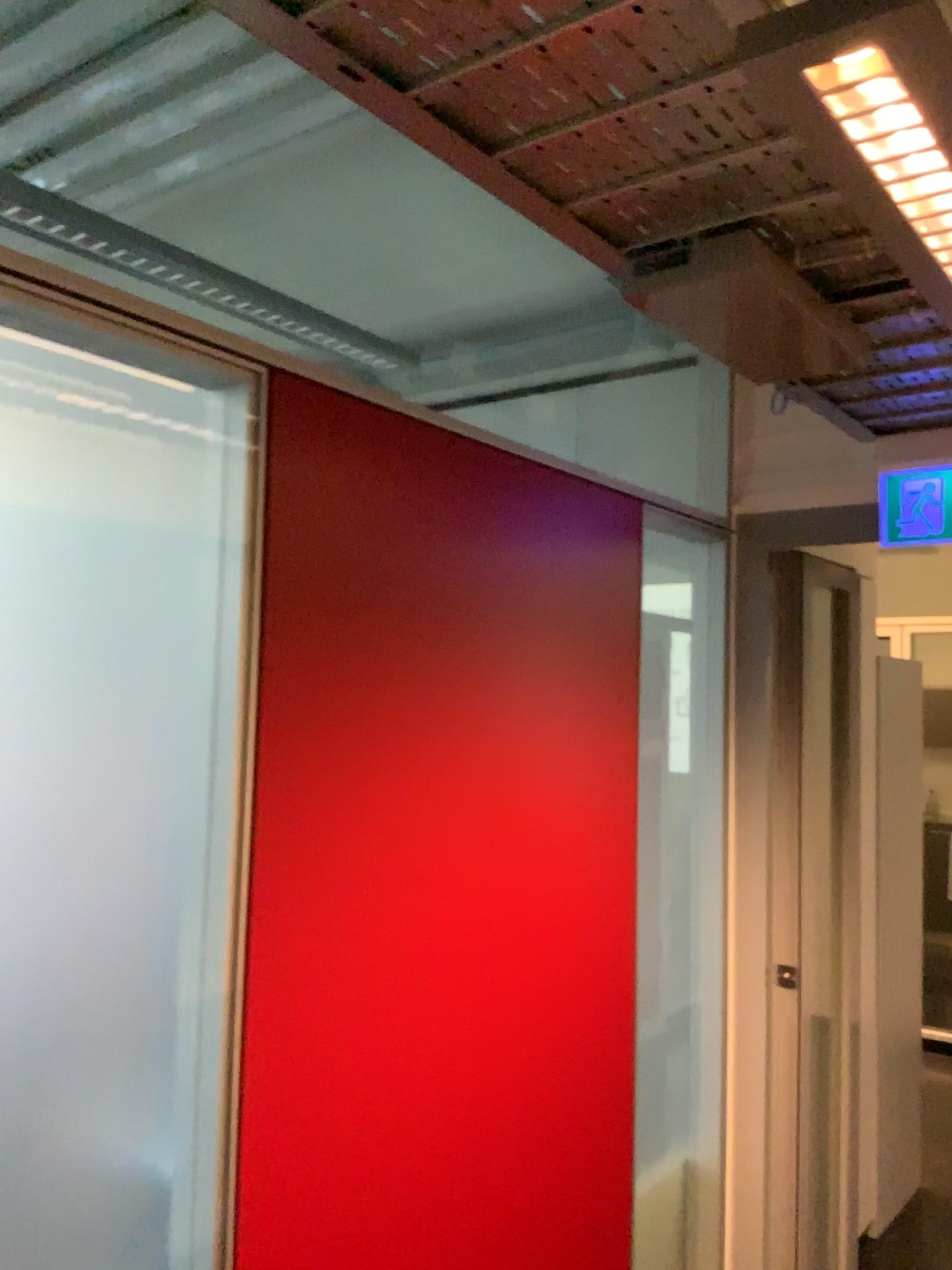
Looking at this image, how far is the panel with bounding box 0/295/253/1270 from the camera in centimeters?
122cm

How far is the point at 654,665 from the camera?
2.4 meters

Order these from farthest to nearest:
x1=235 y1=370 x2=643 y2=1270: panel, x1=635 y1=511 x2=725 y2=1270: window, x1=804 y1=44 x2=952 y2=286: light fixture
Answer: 1. x1=635 y1=511 x2=725 y2=1270: window
2. x1=235 y1=370 x2=643 y2=1270: panel
3. x1=804 y1=44 x2=952 y2=286: light fixture

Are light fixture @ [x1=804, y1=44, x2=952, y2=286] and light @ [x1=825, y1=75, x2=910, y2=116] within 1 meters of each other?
yes

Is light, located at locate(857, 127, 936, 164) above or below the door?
above

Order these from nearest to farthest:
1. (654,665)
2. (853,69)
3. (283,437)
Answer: (853,69) < (283,437) < (654,665)

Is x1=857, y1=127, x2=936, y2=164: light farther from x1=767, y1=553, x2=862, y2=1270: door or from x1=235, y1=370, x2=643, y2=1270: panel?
x1=767, y1=553, x2=862, y2=1270: door

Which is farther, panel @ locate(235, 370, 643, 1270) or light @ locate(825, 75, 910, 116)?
panel @ locate(235, 370, 643, 1270)

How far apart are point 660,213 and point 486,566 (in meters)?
0.65

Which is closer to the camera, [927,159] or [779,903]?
[927,159]
